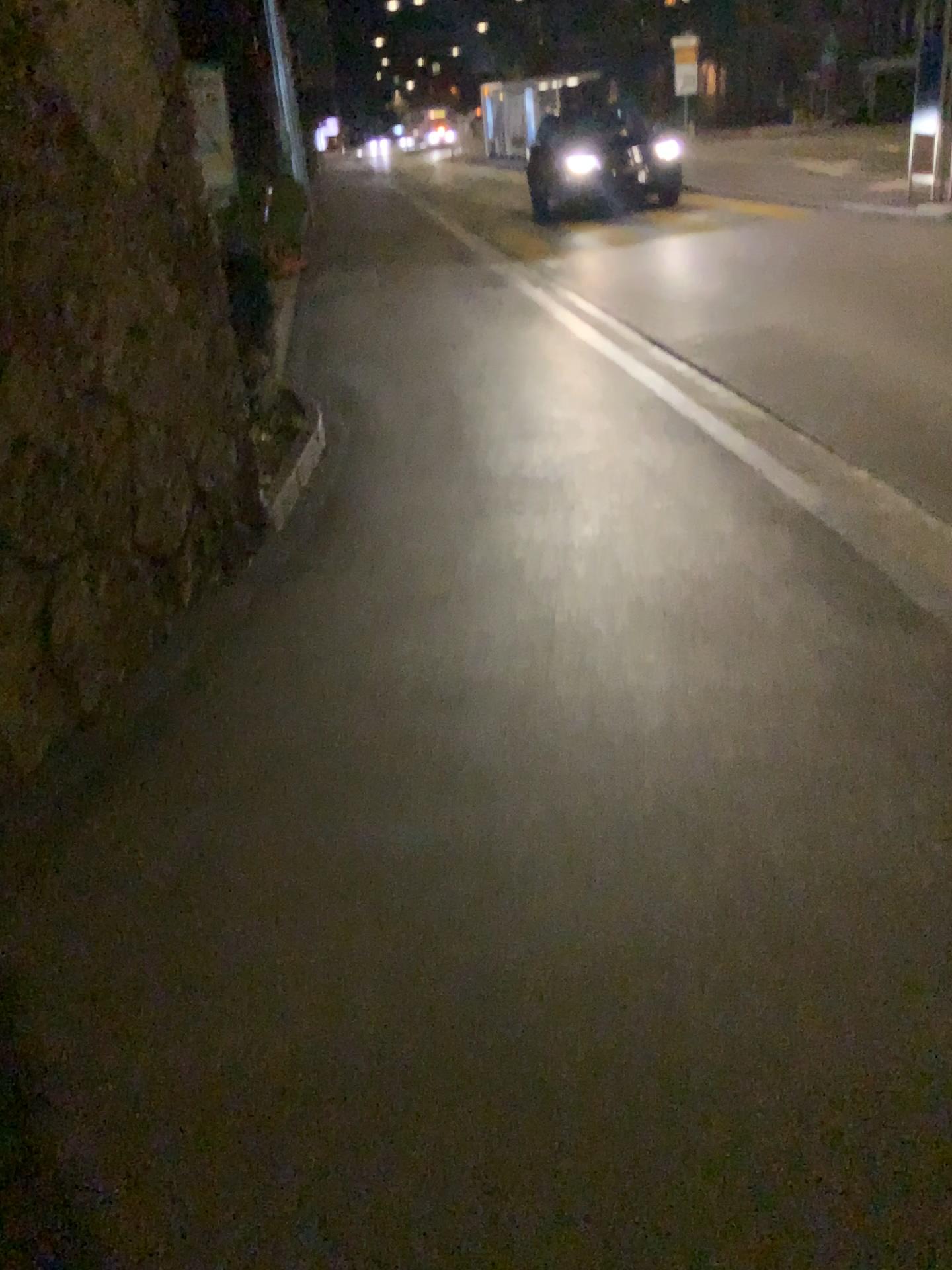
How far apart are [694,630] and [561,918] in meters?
1.3 m
